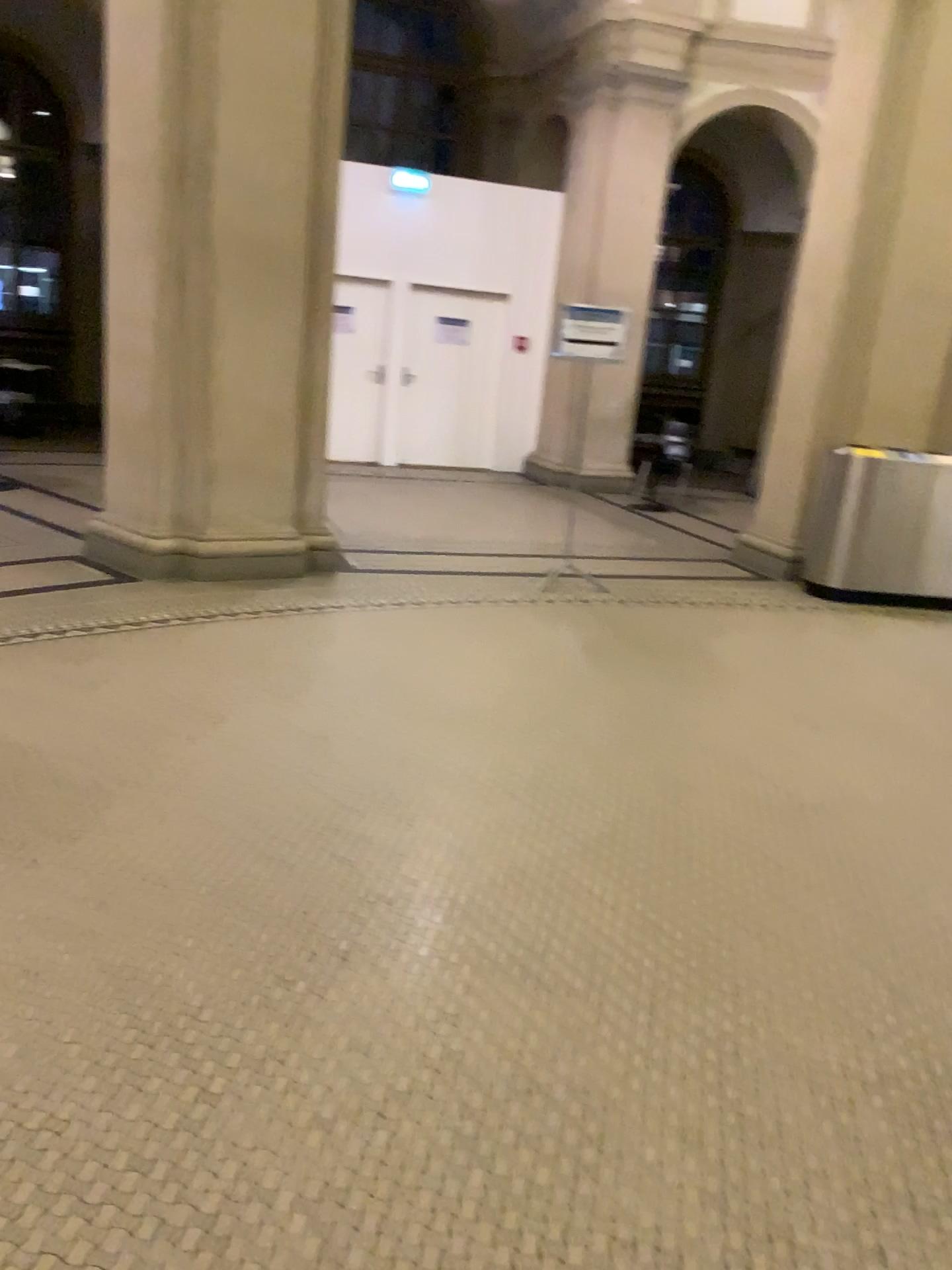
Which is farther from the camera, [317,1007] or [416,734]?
[416,734]
